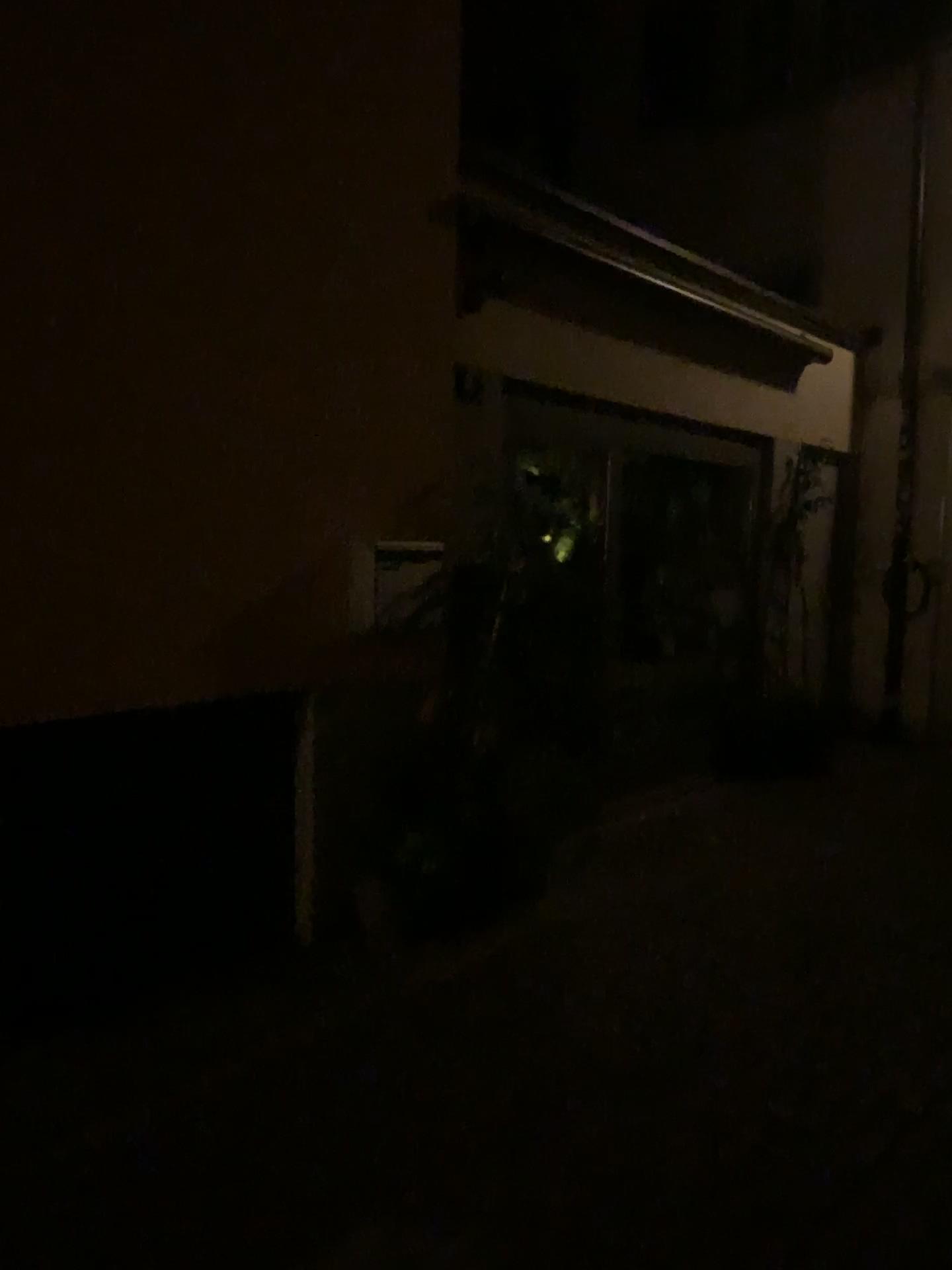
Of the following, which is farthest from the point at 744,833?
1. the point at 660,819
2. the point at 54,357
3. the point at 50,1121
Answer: the point at 54,357
